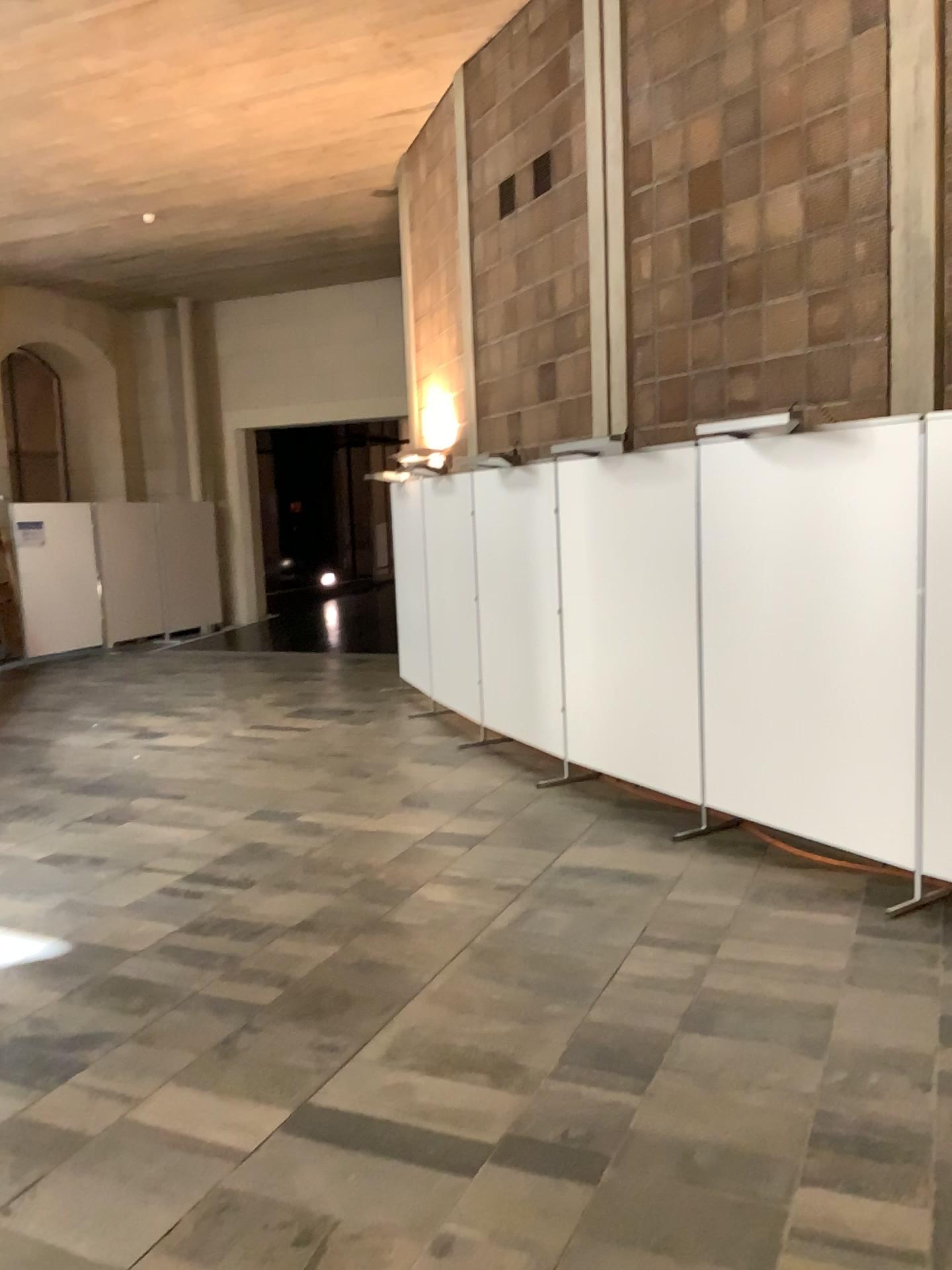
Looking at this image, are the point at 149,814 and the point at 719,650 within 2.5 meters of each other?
no
